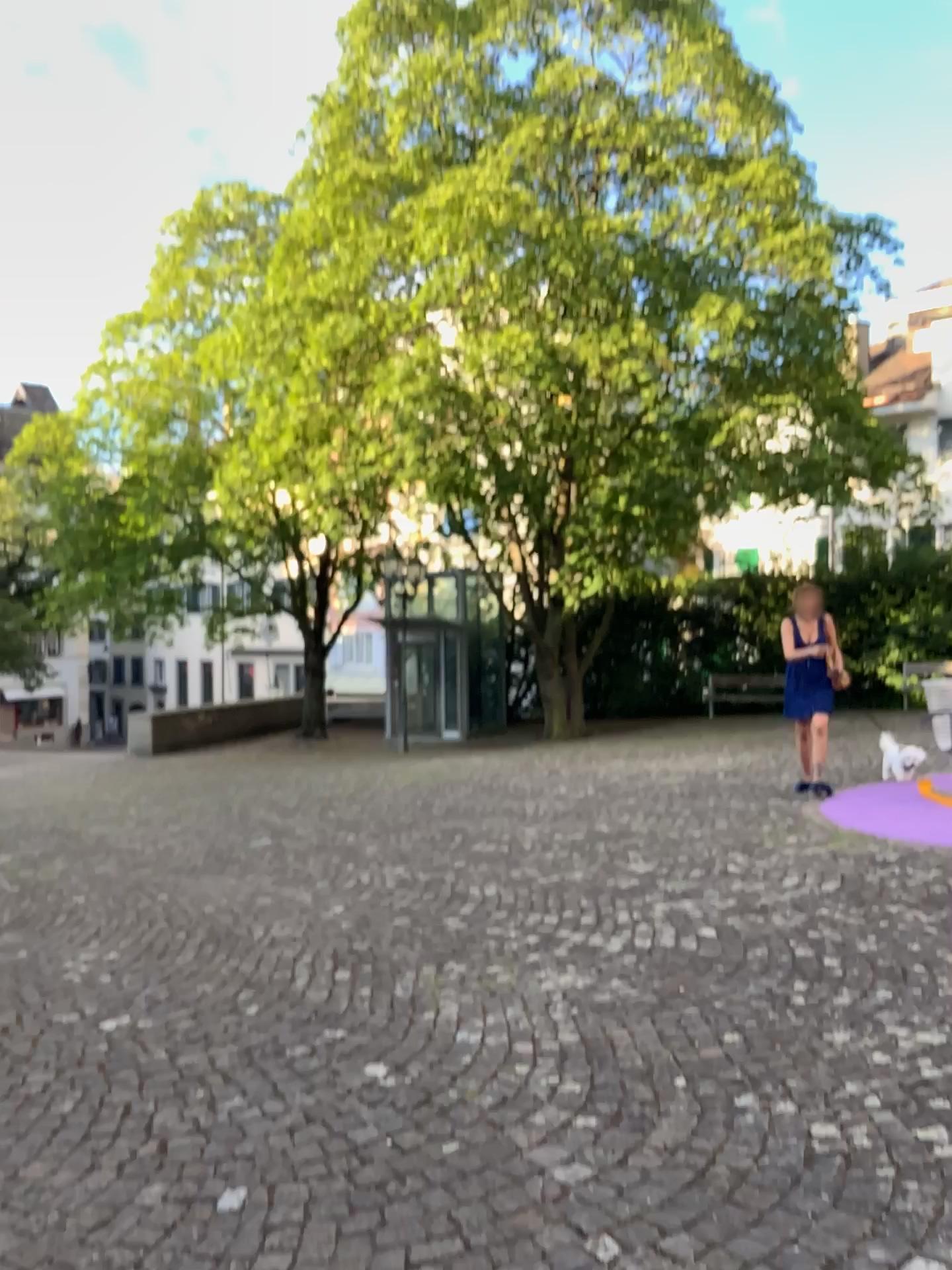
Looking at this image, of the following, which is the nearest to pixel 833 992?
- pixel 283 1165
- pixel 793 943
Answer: pixel 793 943
